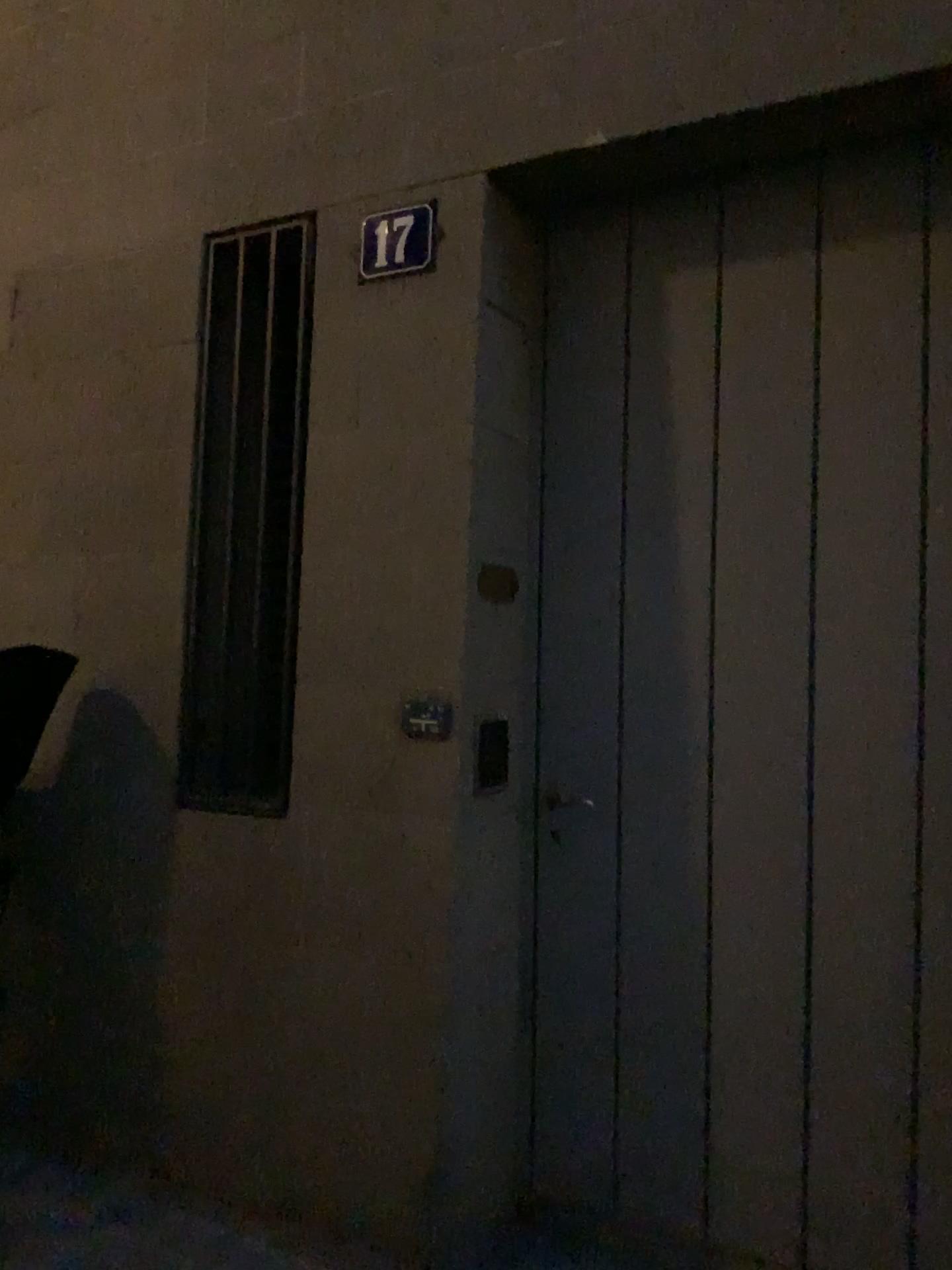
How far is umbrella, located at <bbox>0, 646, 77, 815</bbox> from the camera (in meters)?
2.67

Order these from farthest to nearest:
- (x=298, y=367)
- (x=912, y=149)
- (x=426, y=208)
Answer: (x=298, y=367)
(x=426, y=208)
(x=912, y=149)

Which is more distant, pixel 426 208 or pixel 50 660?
pixel 50 660

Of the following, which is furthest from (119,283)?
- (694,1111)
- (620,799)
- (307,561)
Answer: (694,1111)

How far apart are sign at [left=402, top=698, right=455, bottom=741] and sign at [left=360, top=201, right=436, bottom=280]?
1.0m

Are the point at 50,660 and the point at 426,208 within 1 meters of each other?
no

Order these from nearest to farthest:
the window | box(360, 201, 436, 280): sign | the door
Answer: the door → box(360, 201, 436, 280): sign → the window

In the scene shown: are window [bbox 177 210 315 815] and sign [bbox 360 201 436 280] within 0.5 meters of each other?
yes

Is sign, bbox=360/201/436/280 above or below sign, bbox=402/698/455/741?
above

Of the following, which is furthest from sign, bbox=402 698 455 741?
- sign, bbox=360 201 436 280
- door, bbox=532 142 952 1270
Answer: sign, bbox=360 201 436 280
